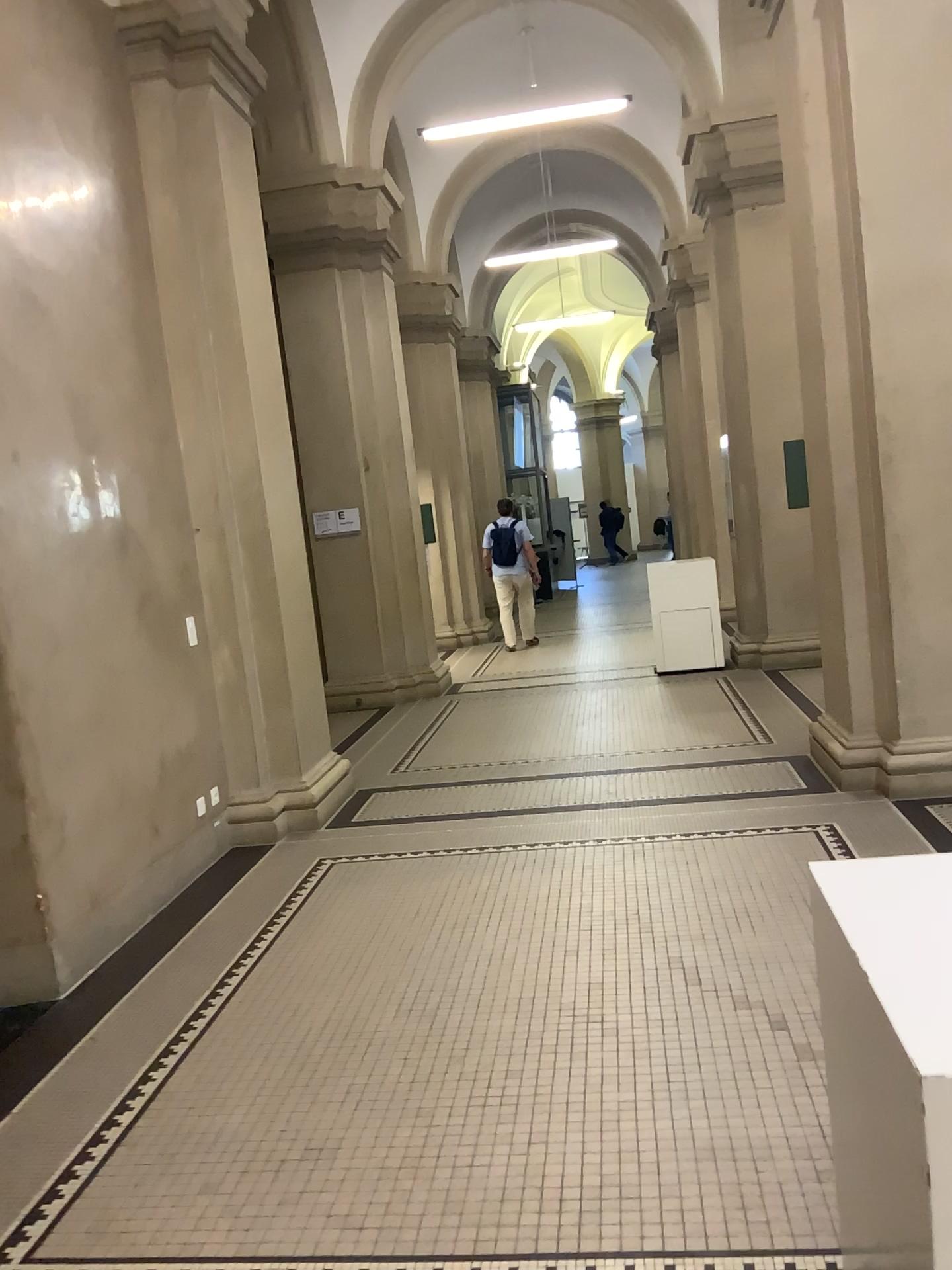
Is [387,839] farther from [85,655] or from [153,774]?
[85,655]
